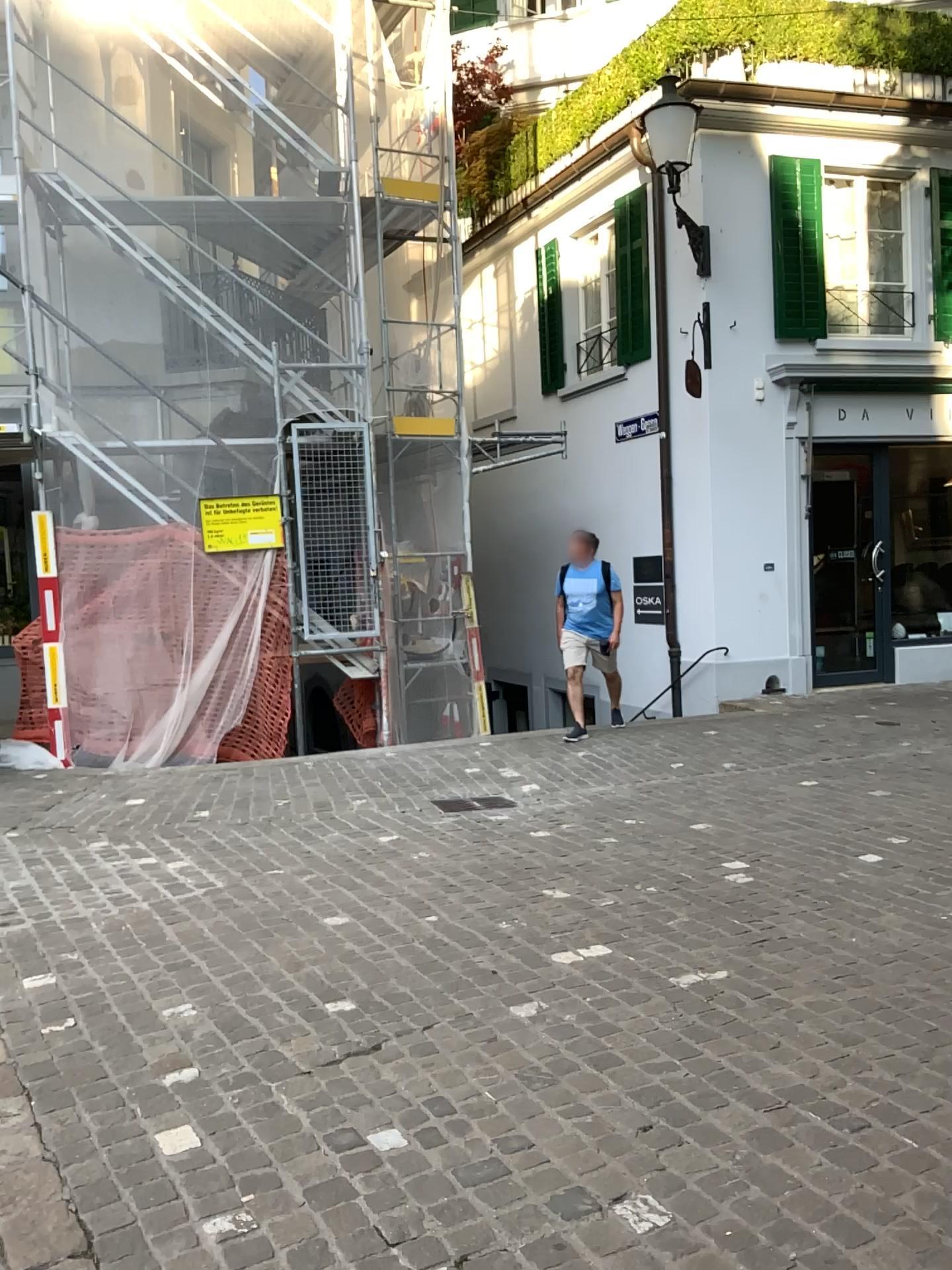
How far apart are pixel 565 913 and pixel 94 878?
2.3m
